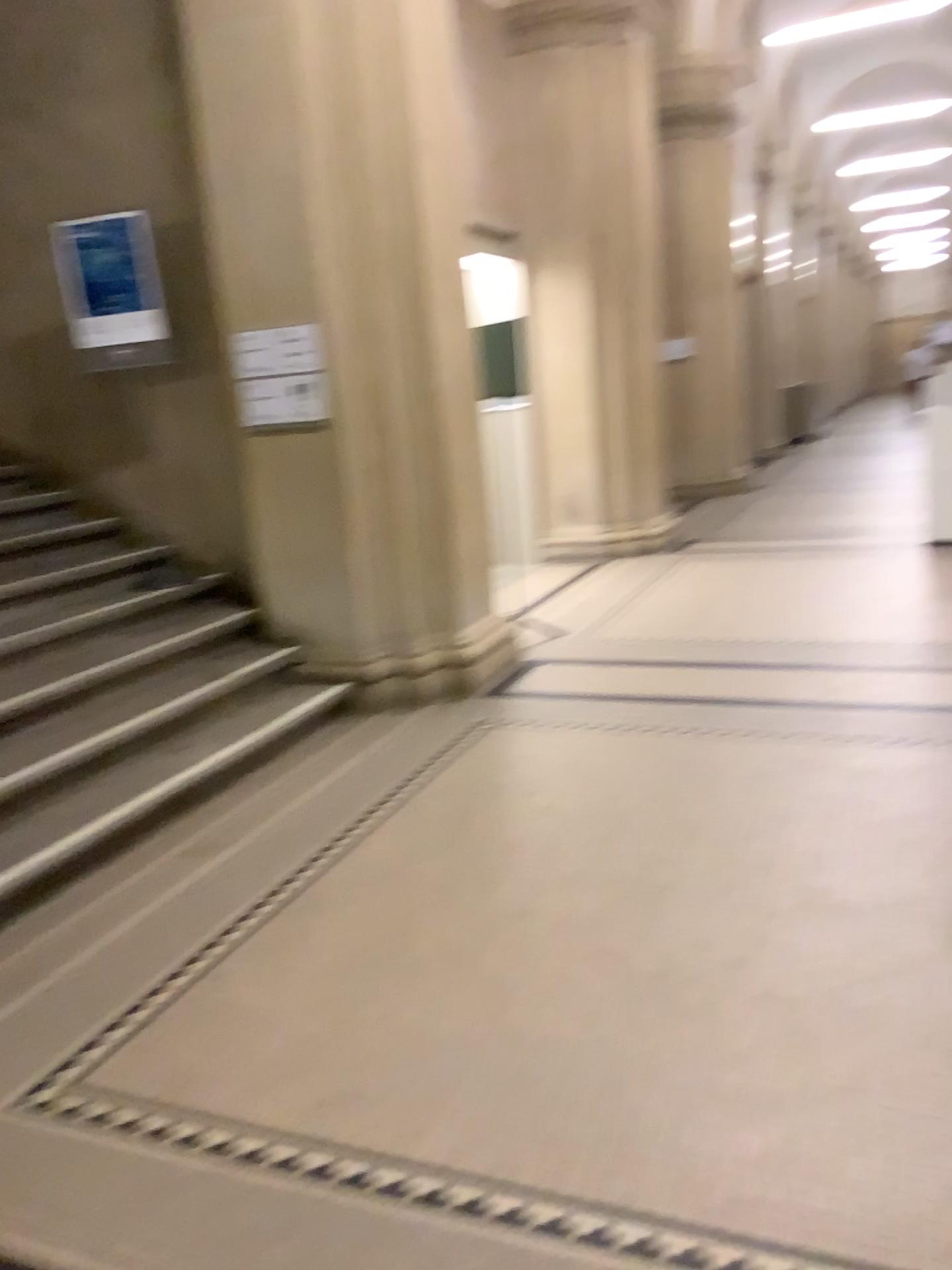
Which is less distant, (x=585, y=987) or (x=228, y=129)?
(x=585, y=987)
